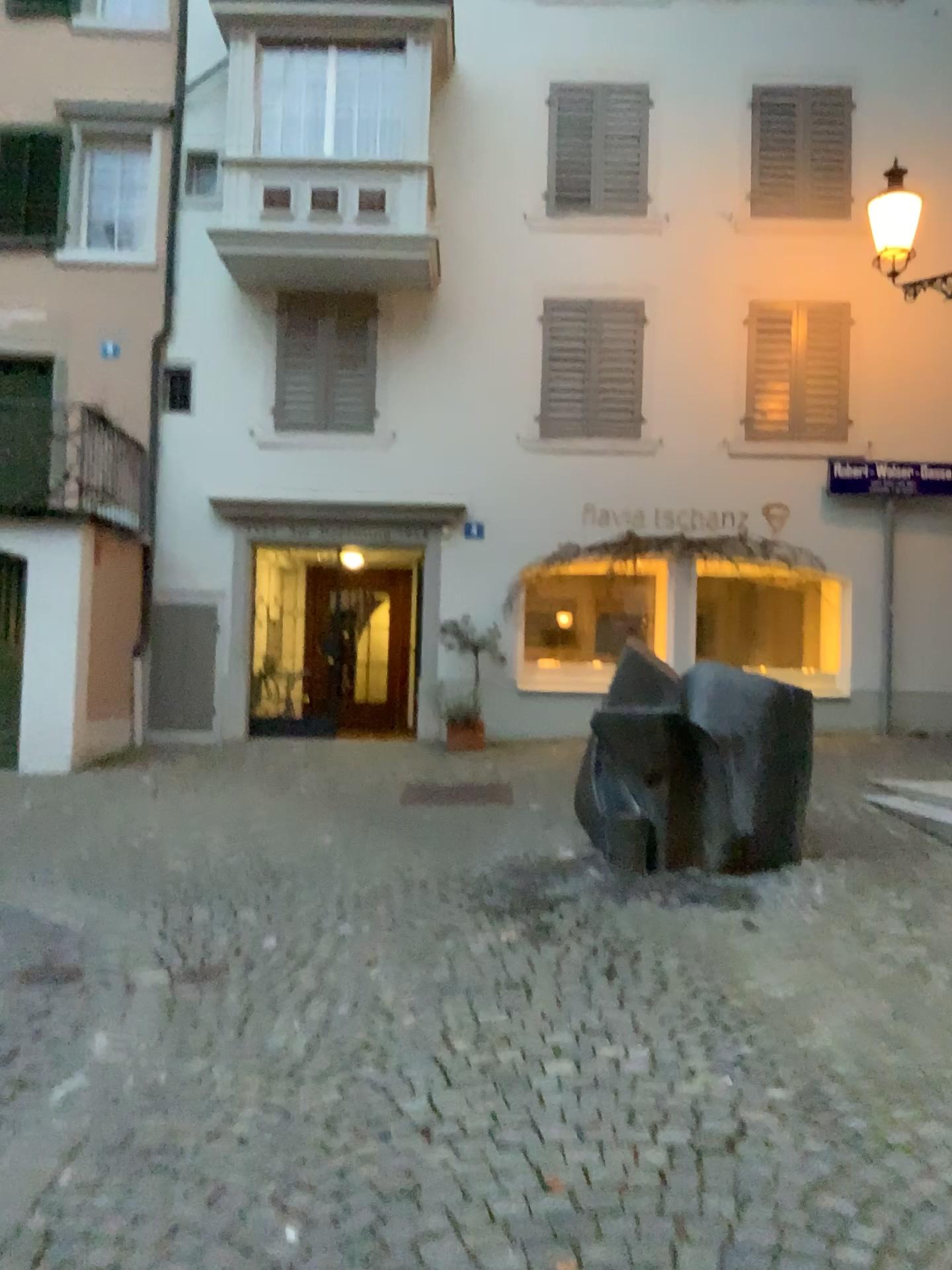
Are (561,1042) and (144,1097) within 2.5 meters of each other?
yes
